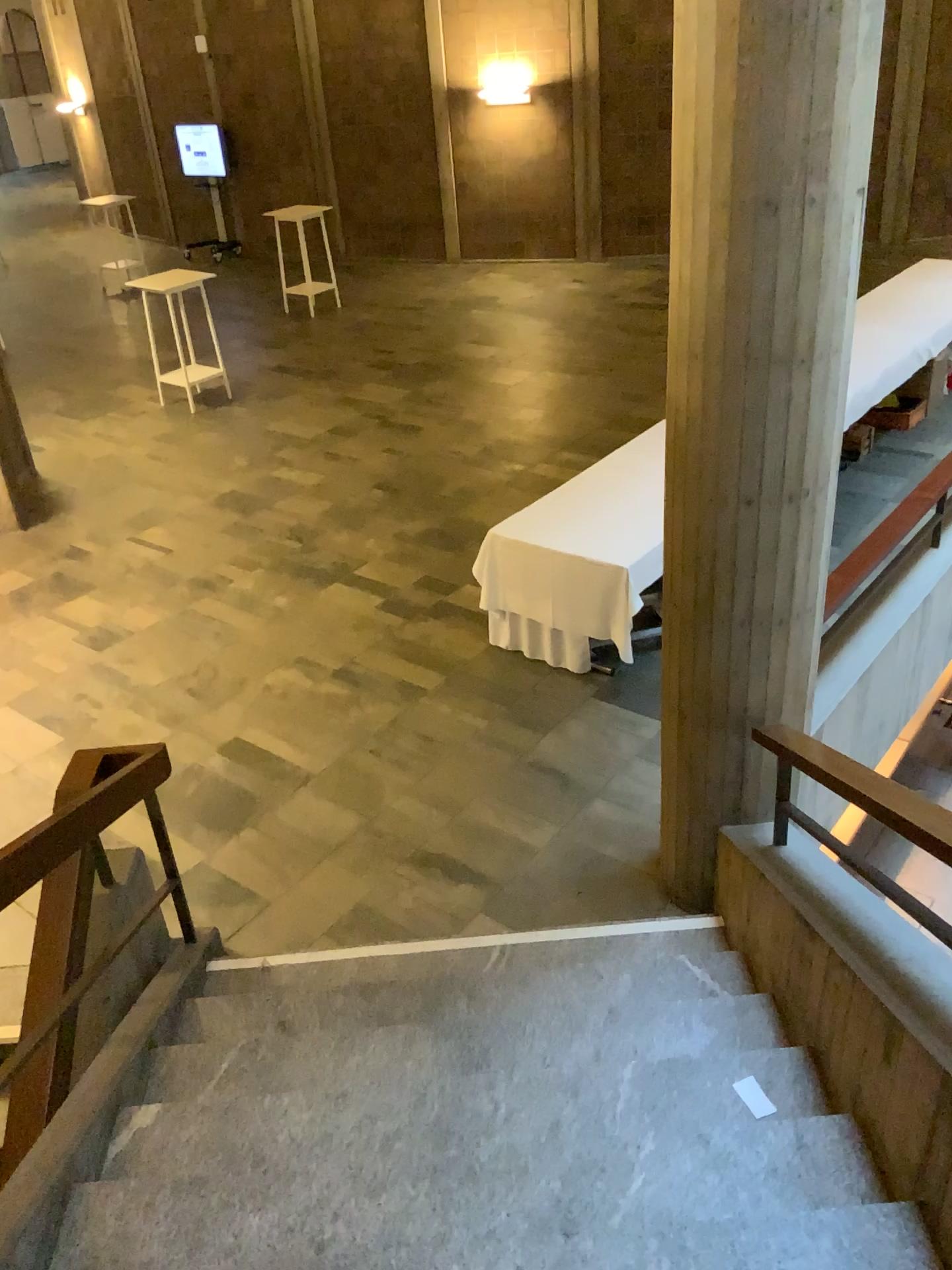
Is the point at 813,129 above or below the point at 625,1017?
above
